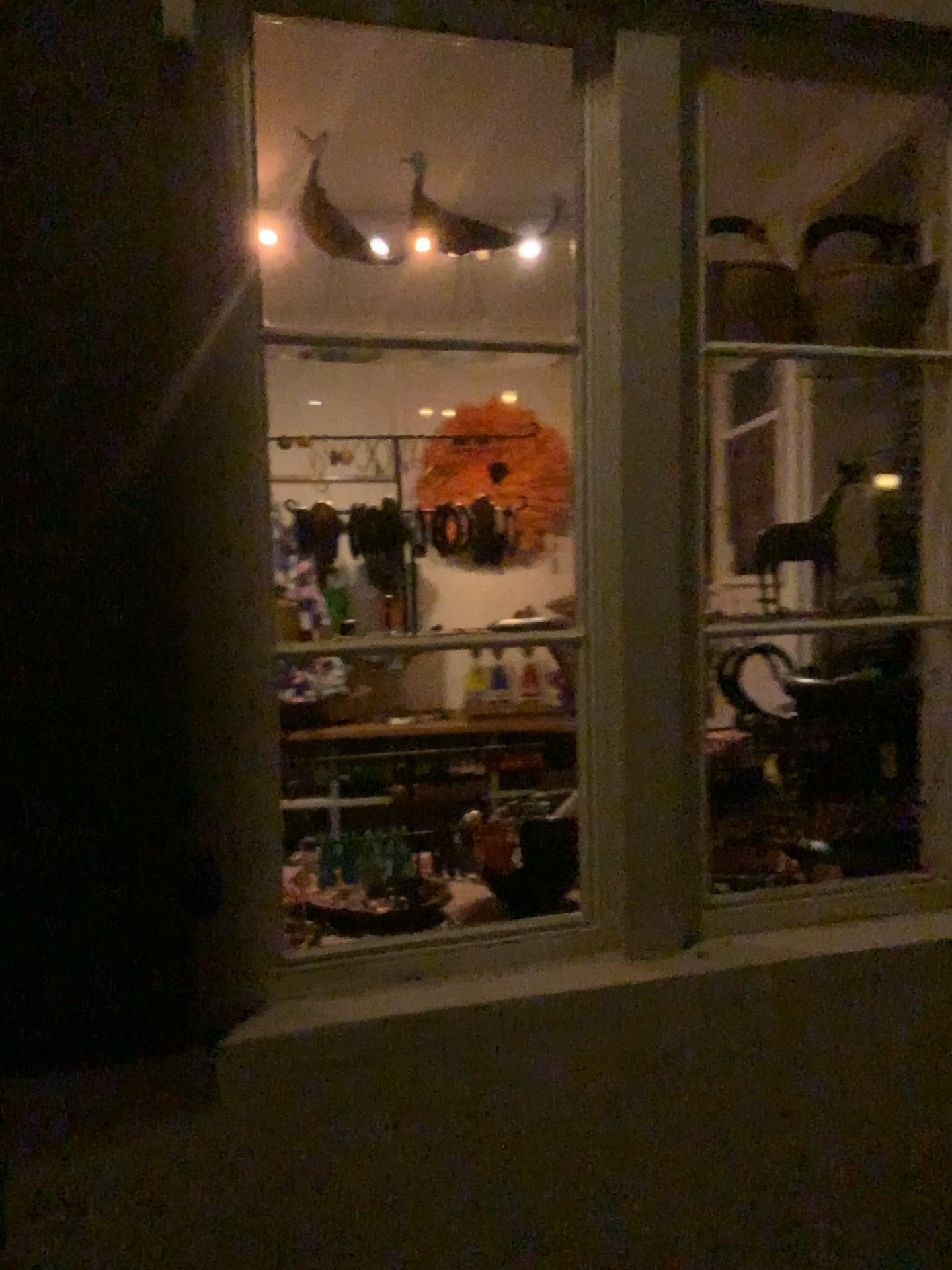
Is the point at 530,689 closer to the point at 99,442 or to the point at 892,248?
the point at 892,248
